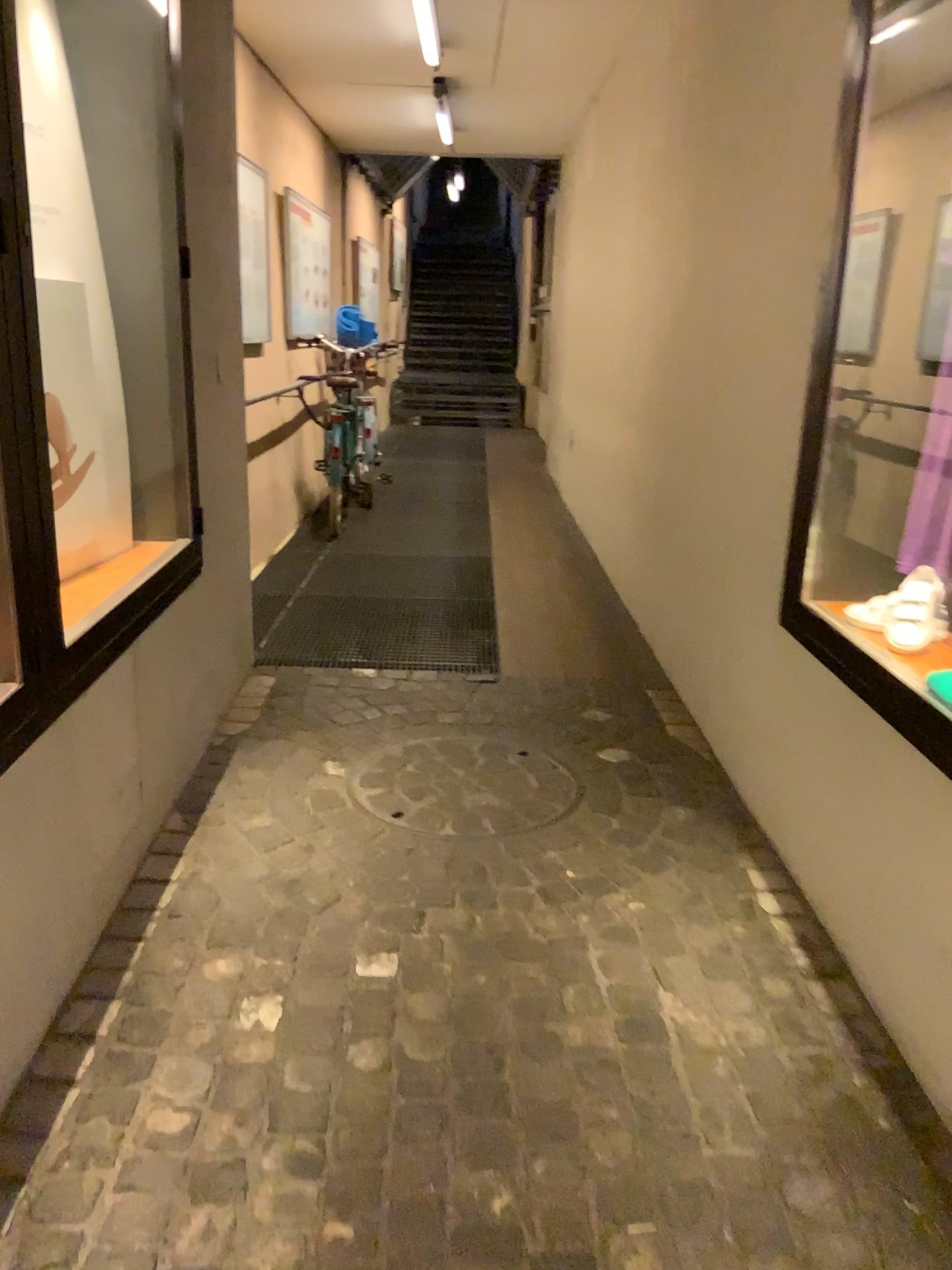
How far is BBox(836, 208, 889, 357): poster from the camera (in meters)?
2.34

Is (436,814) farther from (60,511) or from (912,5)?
(912,5)

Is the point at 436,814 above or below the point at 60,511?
below

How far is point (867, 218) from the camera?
2.3m

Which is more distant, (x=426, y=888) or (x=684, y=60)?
(x=684, y=60)

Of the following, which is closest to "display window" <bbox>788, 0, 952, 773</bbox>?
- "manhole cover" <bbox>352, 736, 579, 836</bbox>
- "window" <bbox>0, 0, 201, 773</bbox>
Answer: "manhole cover" <bbox>352, 736, 579, 836</bbox>

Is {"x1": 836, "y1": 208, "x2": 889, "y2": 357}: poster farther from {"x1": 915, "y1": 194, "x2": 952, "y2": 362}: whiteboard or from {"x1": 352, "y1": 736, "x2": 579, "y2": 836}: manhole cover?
{"x1": 352, "y1": 736, "x2": 579, "y2": 836}: manhole cover

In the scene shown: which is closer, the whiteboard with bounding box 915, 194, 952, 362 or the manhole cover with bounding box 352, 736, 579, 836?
the whiteboard with bounding box 915, 194, 952, 362

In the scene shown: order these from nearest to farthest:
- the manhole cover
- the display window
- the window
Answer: the display window < the window < the manhole cover

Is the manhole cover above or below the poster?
below
